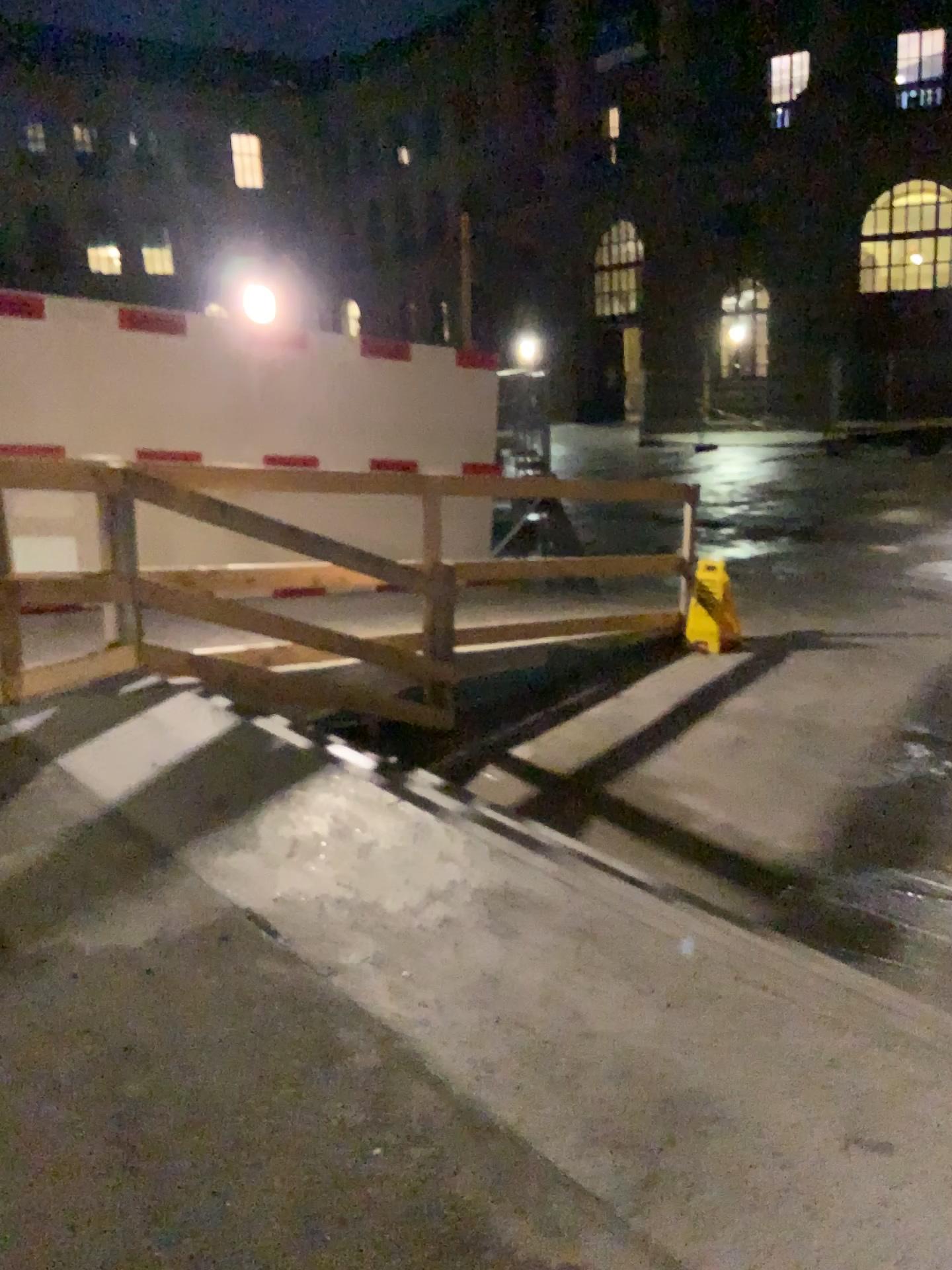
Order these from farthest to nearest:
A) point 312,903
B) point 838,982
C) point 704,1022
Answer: point 312,903
point 838,982
point 704,1022
